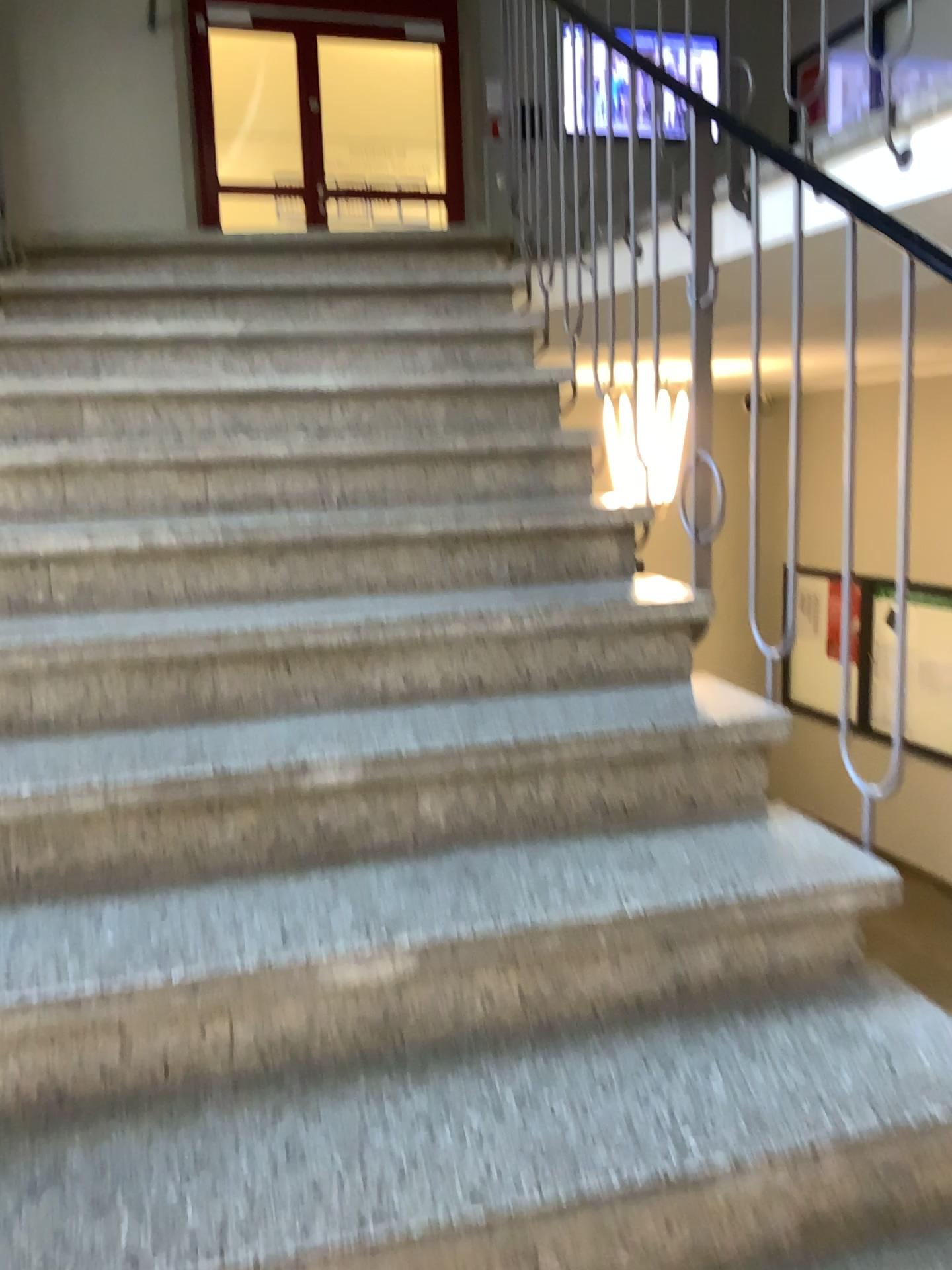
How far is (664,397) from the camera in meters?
2.3

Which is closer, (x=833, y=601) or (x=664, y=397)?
(x=833, y=601)

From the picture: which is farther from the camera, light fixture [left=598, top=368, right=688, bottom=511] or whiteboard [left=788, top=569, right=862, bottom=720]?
light fixture [left=598, top=368, right=688, bottom=511]

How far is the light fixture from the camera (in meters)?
2.27

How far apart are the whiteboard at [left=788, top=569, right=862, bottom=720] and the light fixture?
0.5 meters

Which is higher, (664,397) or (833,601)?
(664,397)

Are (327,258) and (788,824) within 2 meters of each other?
no

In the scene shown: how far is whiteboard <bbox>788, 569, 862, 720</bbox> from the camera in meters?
1.7 m
